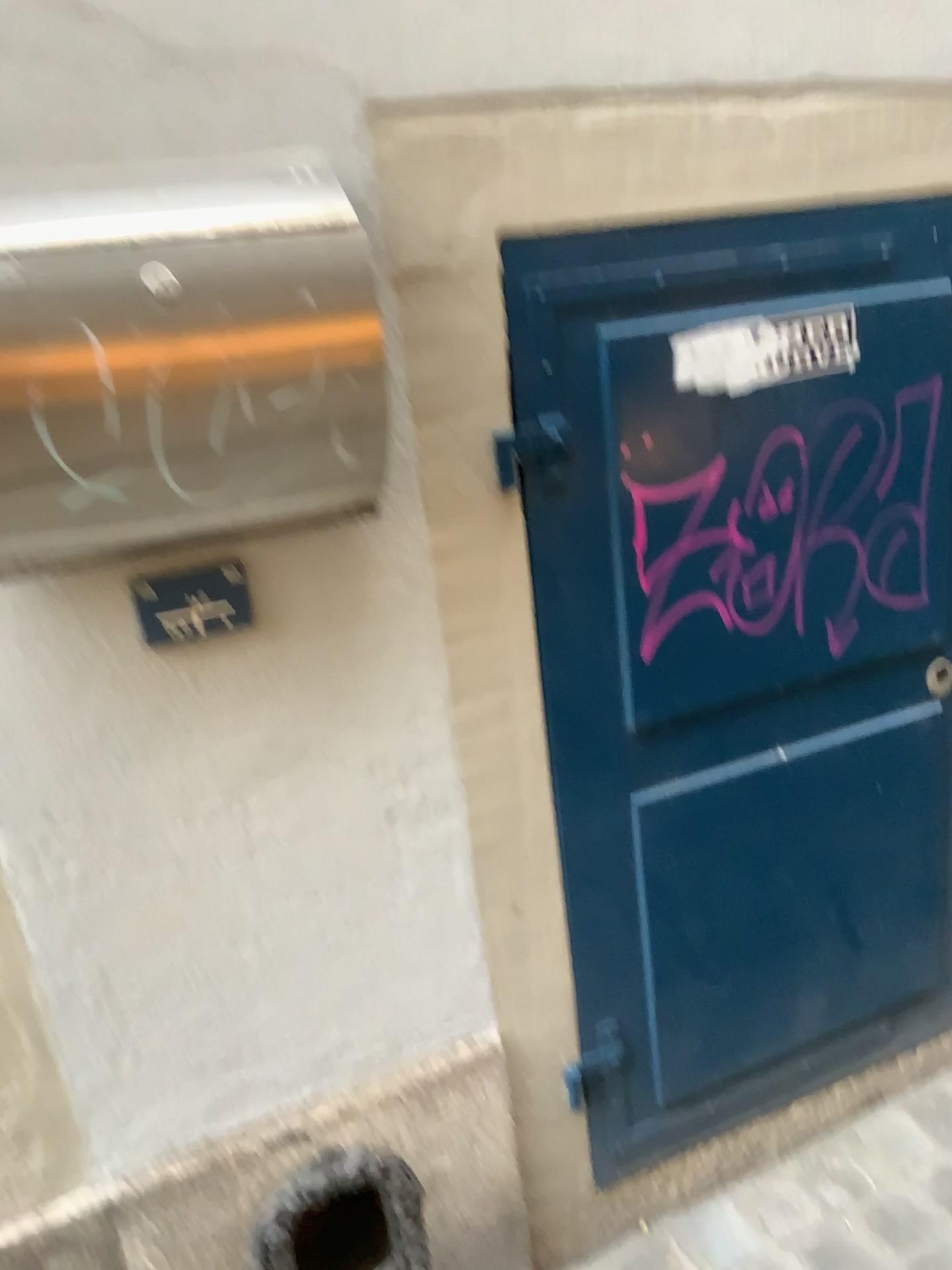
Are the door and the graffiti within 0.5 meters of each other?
yes

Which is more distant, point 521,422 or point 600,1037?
point 600,1037

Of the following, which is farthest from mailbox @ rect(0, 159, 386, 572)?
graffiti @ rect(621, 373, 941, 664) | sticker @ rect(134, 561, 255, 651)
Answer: graffiti @ rect(621, 373, 941, 664)

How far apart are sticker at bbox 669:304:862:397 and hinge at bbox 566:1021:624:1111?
0.8 meters

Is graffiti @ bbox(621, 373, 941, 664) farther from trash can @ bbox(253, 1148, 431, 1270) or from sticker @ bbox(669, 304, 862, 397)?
trash can @ bbox(253, 1148, 431, 1270)

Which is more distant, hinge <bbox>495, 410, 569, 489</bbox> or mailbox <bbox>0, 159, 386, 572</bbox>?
hinge <bbox>495, 410, 569, 489</bbox>

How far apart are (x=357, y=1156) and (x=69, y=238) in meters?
1.1 m

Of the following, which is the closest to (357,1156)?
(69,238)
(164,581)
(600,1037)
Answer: (600,1037)

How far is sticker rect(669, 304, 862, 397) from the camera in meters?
1.2 m

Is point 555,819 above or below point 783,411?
below
